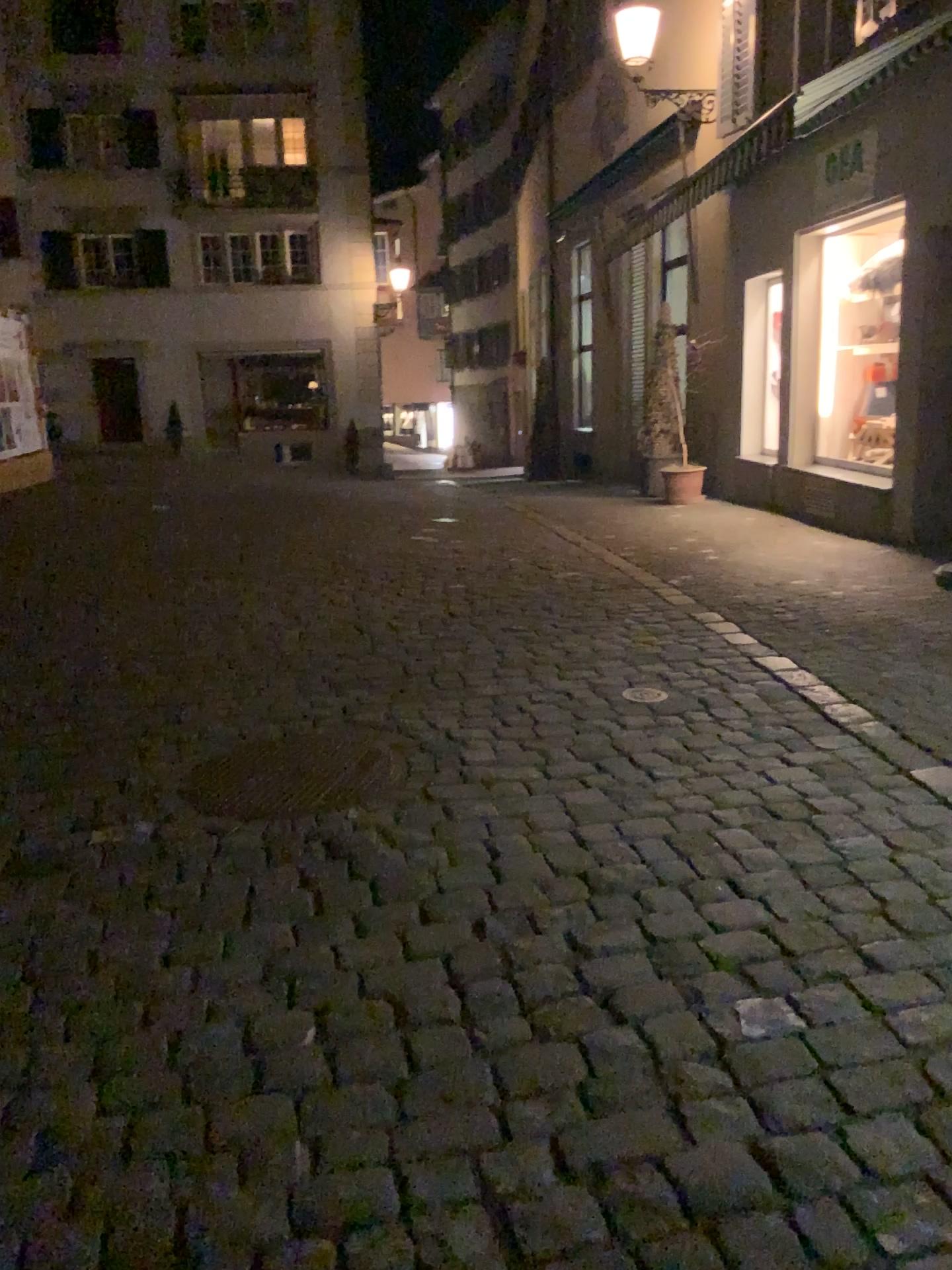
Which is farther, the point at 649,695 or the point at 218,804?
the point at 649,695

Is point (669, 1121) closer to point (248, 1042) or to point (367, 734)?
point (248, 1042)

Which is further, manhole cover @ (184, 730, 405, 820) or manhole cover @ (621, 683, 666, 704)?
manhole cover @ (621, 683, 666, 704)
